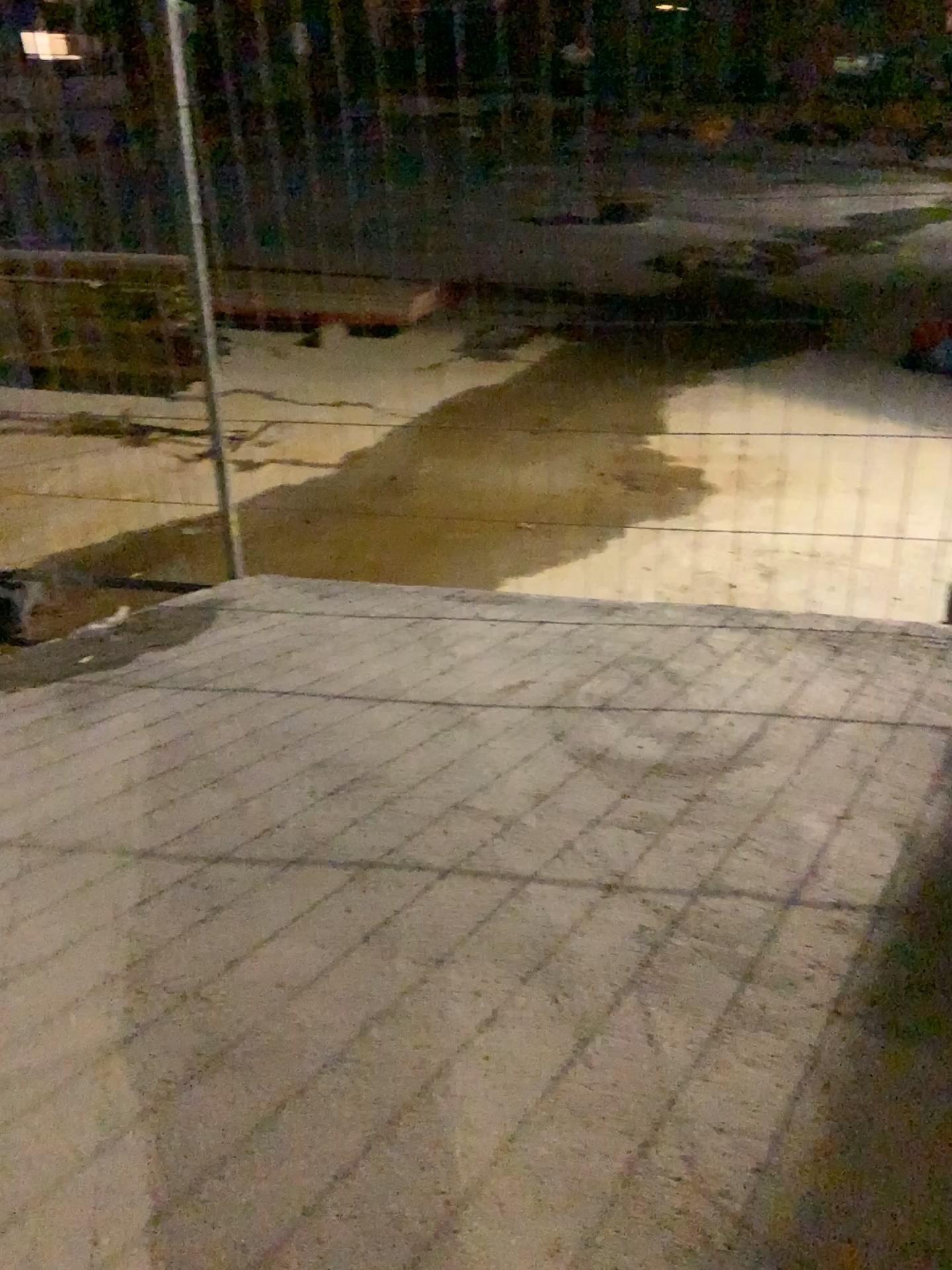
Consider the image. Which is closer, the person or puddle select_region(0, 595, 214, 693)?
the person

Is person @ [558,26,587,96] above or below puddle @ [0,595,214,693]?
above

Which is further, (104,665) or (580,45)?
(104,665)

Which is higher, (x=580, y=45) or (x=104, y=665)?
(x=580, y=45)

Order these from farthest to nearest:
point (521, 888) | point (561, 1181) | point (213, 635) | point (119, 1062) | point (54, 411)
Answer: point (54, 411) → point (213, 635) → point (521, 888) → point (119, 1062) → point (561, 1181)
